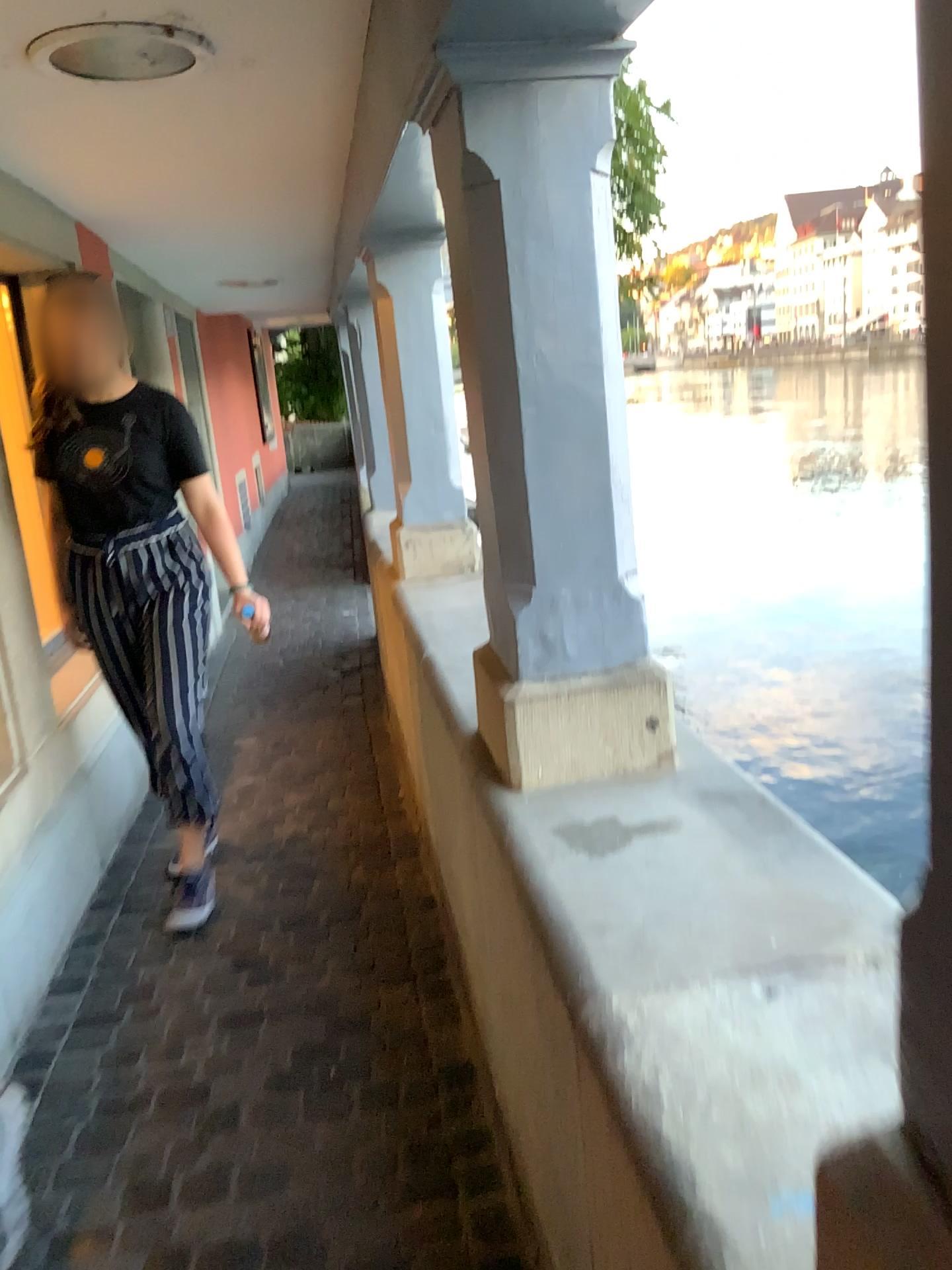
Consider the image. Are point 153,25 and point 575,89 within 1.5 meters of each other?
yes

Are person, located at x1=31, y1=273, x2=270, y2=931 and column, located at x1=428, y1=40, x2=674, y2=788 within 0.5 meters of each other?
no

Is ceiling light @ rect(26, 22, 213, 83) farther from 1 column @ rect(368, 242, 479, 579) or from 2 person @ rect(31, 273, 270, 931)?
1 column @ rect(368, 242, 479, 579)

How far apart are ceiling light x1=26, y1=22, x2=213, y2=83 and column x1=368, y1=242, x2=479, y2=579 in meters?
1.2

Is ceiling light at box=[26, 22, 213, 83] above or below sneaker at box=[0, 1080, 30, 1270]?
above

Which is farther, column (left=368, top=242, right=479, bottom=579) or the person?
column (left=368, top=242, right=479, bottom=579)

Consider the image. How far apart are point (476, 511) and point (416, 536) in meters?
1.9 m

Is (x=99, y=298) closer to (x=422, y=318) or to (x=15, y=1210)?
(x=422, y=318)

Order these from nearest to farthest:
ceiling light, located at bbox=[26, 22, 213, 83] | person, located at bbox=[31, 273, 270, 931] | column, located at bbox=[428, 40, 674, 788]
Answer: column, located at bbox=[428, 40, 674, 788] < ceiling light, located at bbox=[26, 22, 213, 83] < person, located at bbox=[31, 273, 270, 931]

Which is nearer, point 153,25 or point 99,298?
point 153,25
